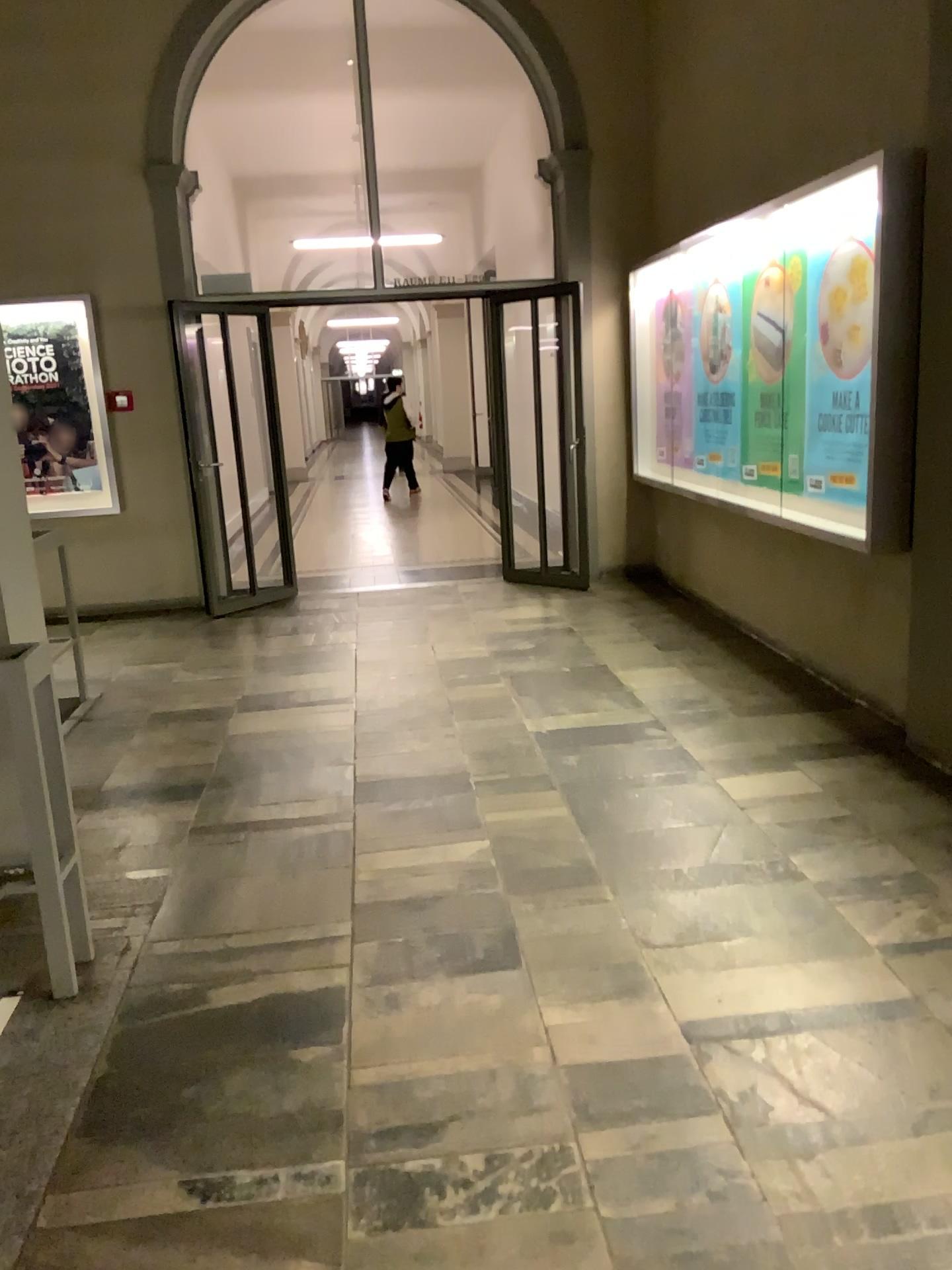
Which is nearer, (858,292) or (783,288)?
(858,292)

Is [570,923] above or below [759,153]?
below

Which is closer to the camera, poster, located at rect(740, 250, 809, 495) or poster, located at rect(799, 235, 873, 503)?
poster, located at rect(799, 235, 873, 503)
